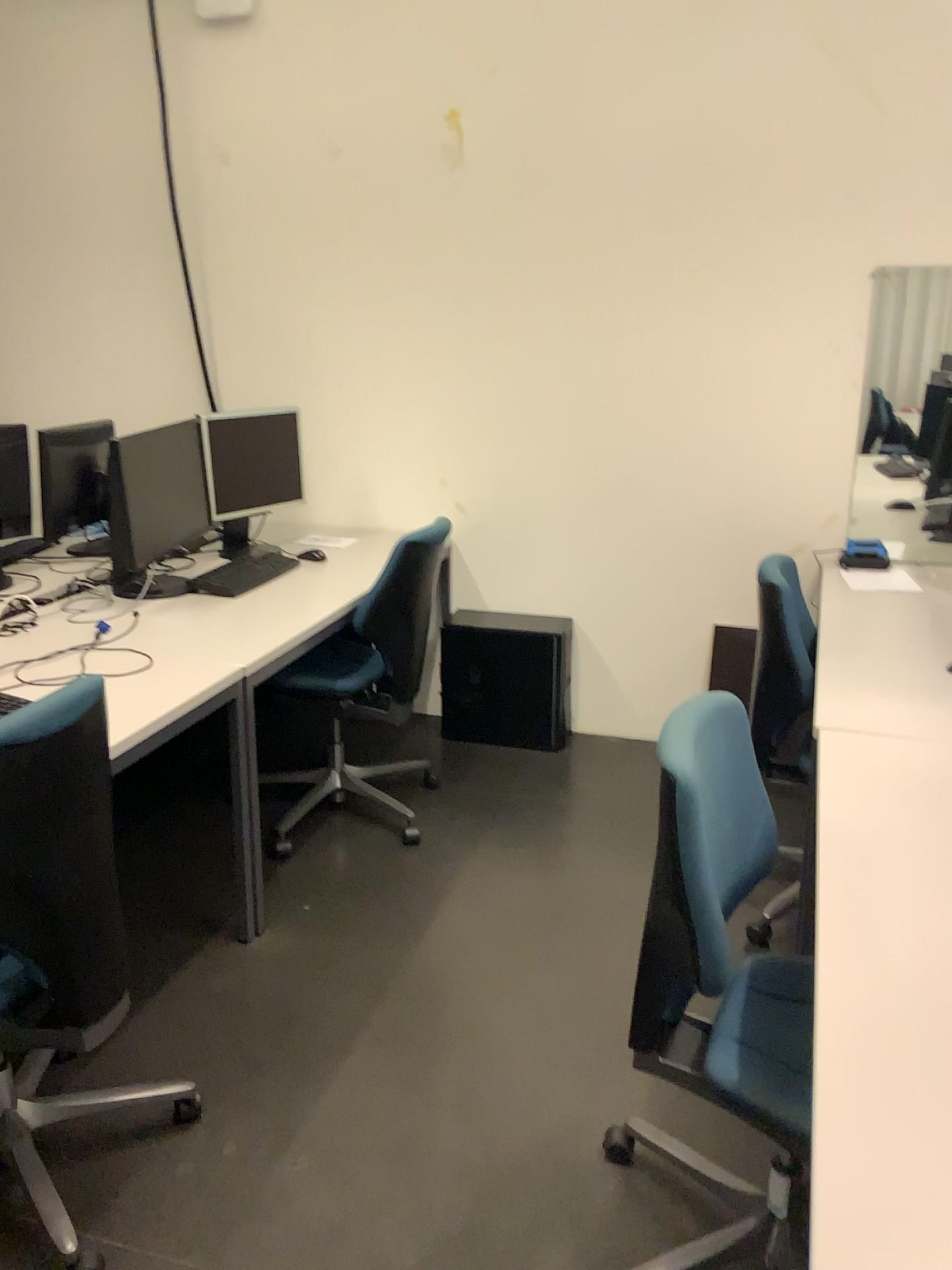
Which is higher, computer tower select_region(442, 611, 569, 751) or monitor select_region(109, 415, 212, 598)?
monitor select_region(109, 415, 212, 598)

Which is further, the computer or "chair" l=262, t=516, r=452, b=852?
the computer

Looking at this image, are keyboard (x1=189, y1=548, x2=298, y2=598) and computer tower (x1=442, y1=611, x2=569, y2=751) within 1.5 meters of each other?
yes

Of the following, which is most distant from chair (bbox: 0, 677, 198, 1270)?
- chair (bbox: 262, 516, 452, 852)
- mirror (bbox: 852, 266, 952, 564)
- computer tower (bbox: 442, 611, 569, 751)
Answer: mirror (bbox: 852, 266, 952, 564)

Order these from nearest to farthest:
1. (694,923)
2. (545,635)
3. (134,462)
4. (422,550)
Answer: (694,923) < (422,550) < (134,462) < (545,635)

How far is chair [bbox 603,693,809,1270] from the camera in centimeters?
149cm

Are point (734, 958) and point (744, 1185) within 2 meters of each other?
yes

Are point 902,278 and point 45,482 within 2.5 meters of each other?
no

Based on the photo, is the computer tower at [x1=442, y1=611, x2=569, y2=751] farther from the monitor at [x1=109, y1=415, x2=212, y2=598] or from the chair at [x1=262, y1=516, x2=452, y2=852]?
the monitor at [x1=109, y1=415, x2=212, y2=598]

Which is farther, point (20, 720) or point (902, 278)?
point (902, 278)
